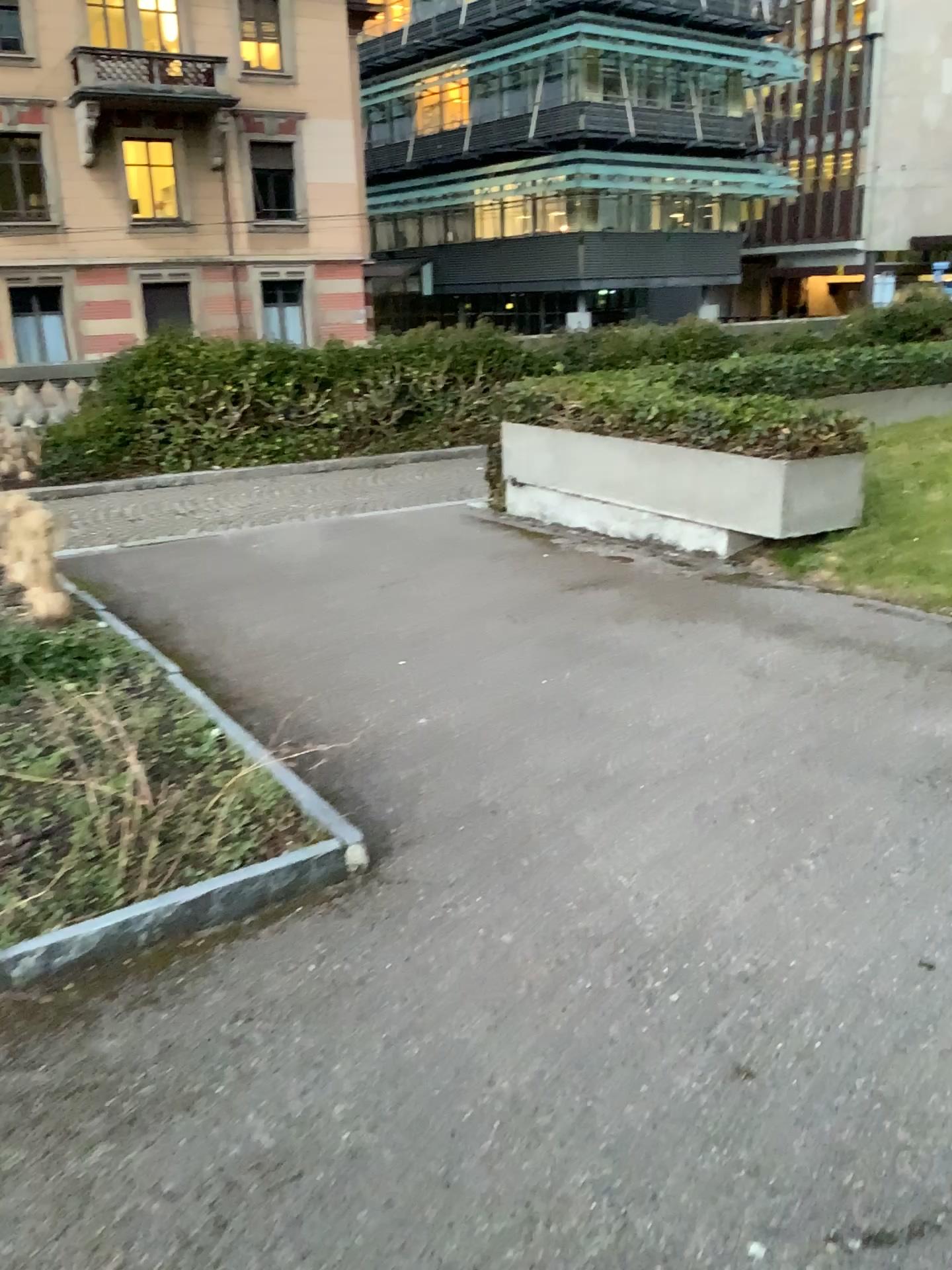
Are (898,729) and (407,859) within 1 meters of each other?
no
